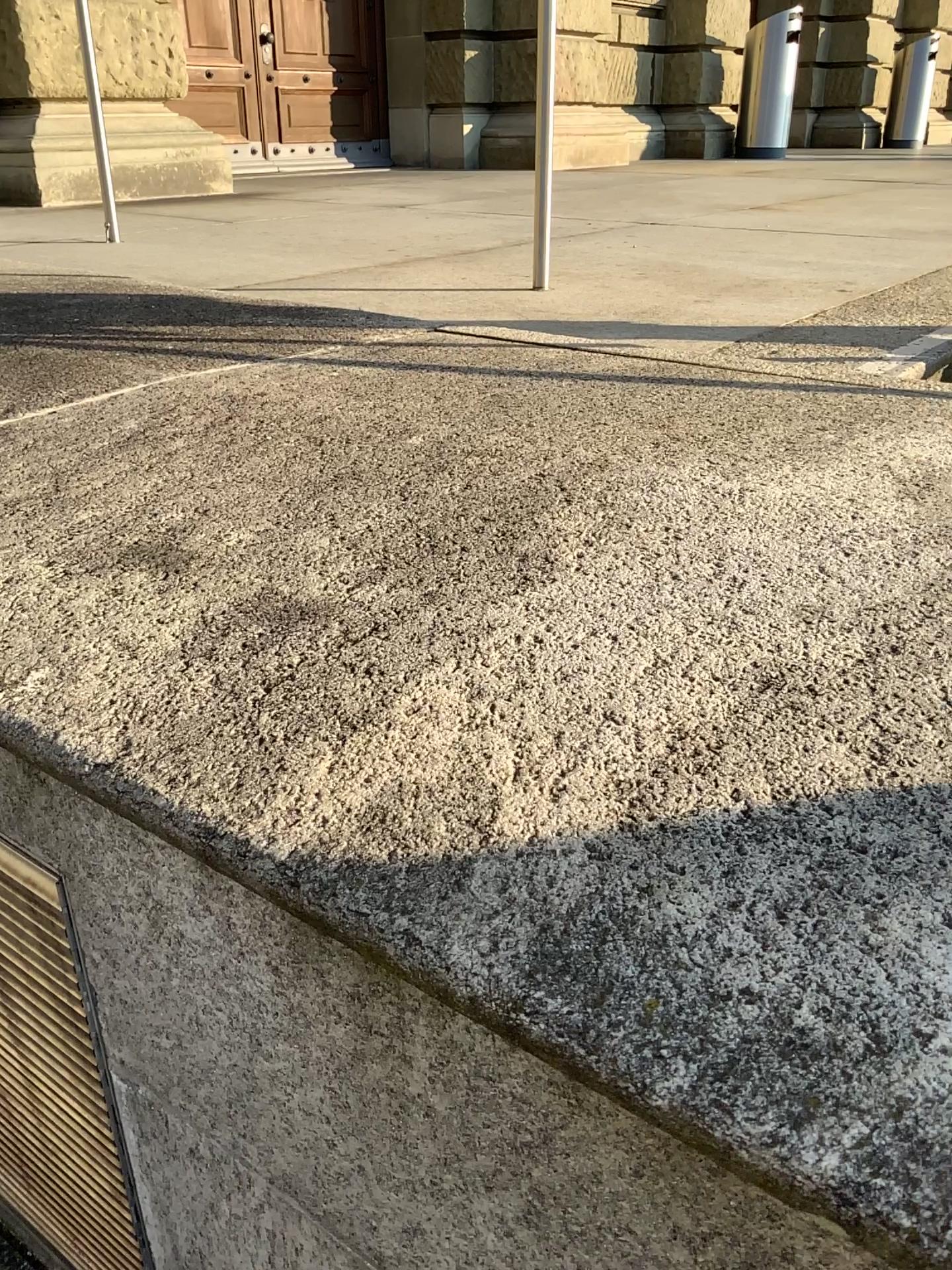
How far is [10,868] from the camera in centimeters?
123cm

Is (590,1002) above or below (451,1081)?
above

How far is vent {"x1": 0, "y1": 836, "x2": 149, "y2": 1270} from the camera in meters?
1.2 m
